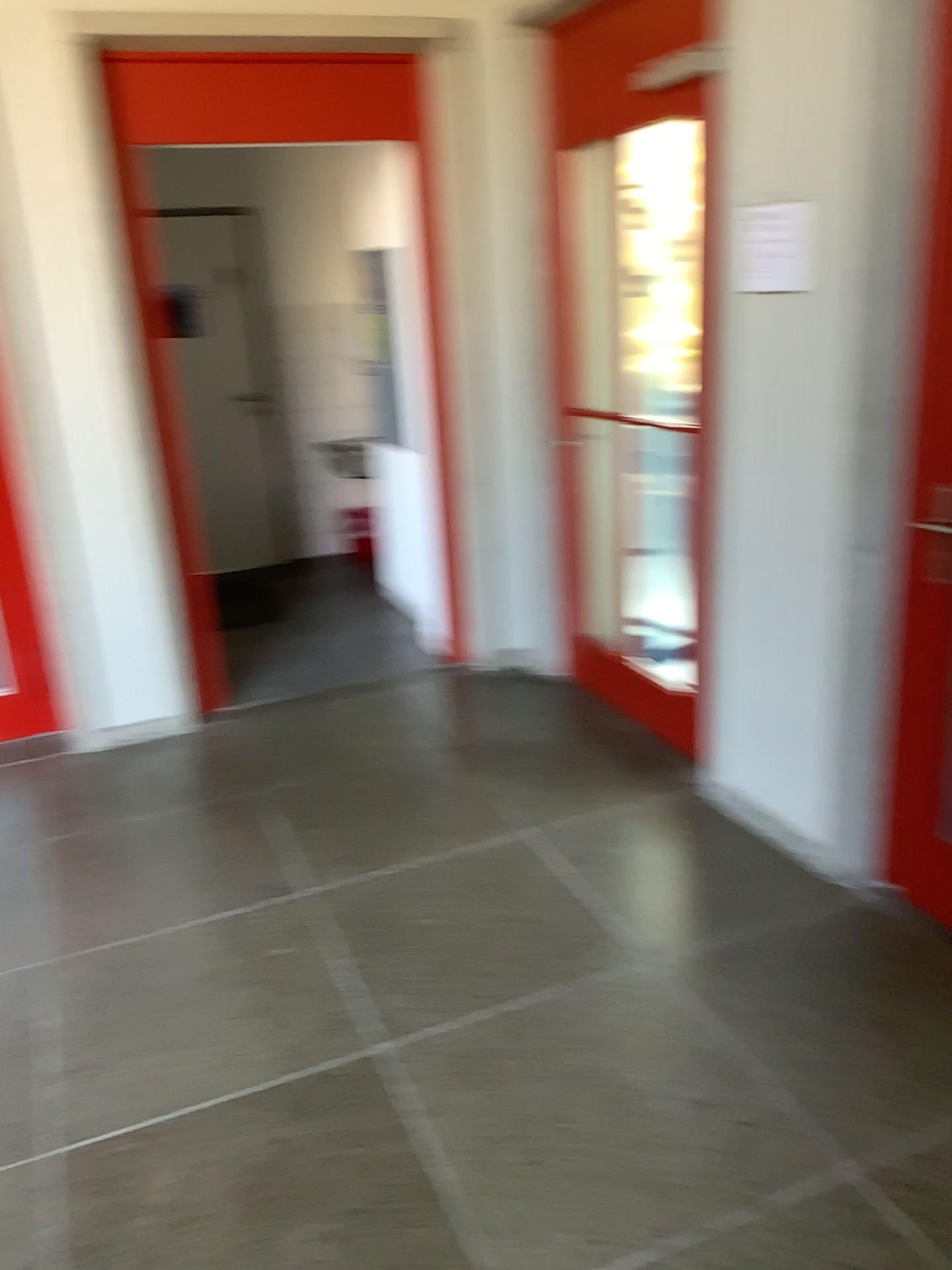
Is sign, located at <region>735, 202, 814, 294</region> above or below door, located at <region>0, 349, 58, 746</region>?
above

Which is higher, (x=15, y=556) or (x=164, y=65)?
(x=164, y=65)

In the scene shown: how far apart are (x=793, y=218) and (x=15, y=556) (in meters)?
2.80

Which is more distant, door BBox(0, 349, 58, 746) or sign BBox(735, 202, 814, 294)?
door BBox(0, 349, 58, 746)

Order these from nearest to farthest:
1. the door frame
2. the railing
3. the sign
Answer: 1. the sign
2. the railing
3. the door frame

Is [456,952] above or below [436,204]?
below

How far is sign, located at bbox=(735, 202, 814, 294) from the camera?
2.4 meters

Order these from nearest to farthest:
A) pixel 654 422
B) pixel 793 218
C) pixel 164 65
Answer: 1. pixel 793 218
2. pixel 654 422
3. pixel 164 65

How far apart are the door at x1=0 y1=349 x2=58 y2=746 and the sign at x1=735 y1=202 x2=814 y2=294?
2.56m

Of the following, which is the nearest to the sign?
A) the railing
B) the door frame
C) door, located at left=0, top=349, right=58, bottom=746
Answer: the railing
